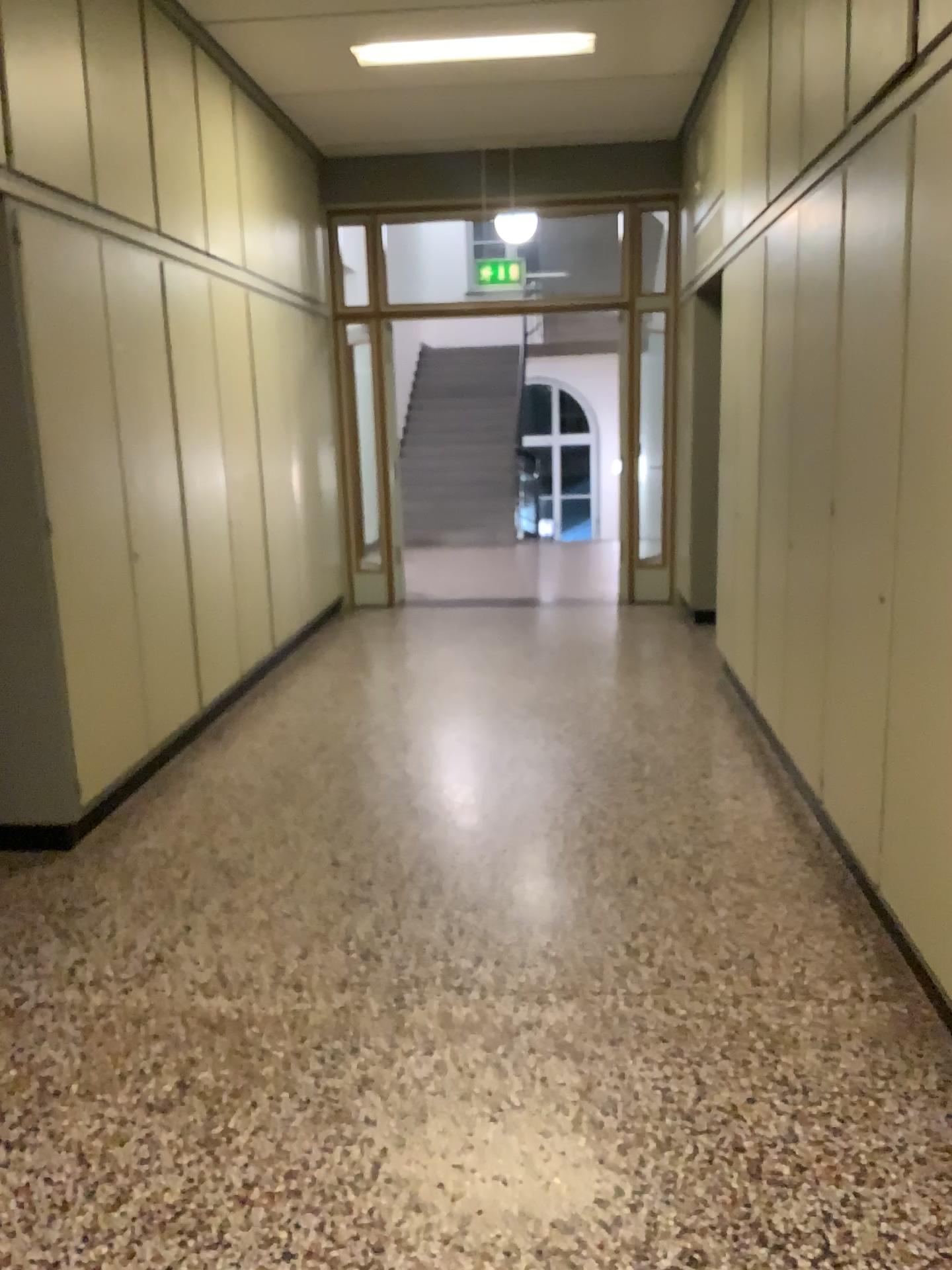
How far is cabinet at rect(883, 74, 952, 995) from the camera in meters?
2.4 m

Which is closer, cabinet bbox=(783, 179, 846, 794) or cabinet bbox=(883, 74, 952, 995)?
cabinet bbox=(883, 74, 952, 995)

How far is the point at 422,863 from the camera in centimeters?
356cm

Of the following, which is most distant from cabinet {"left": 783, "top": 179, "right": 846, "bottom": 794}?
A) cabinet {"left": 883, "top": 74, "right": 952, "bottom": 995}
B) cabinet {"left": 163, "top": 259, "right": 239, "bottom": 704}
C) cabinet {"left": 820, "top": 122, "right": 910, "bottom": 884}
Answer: cabinet {"left": 163, "top": 259, "right": 239, "bottom": 704}

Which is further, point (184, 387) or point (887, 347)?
point (184, 387)

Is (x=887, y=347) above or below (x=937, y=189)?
below

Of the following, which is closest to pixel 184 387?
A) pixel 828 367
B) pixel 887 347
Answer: pixel 828 367

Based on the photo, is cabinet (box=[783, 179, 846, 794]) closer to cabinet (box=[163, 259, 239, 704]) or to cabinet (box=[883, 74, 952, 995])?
cabinet (box=[883, 74, 952, 995])

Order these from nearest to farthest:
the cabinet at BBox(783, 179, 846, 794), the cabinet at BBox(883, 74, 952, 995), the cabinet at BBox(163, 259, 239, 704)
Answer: the cabinet at BBox(883, 74, 952, 995) < the cabinet at BBox(783, 179, 846, 794) < the cabinet at BBox(163, 259, 239, 704)

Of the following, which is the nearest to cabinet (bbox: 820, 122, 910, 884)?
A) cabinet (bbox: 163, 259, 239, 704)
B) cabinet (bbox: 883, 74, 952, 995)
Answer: cabinet (bbox: 883, 74, 952, 995)
